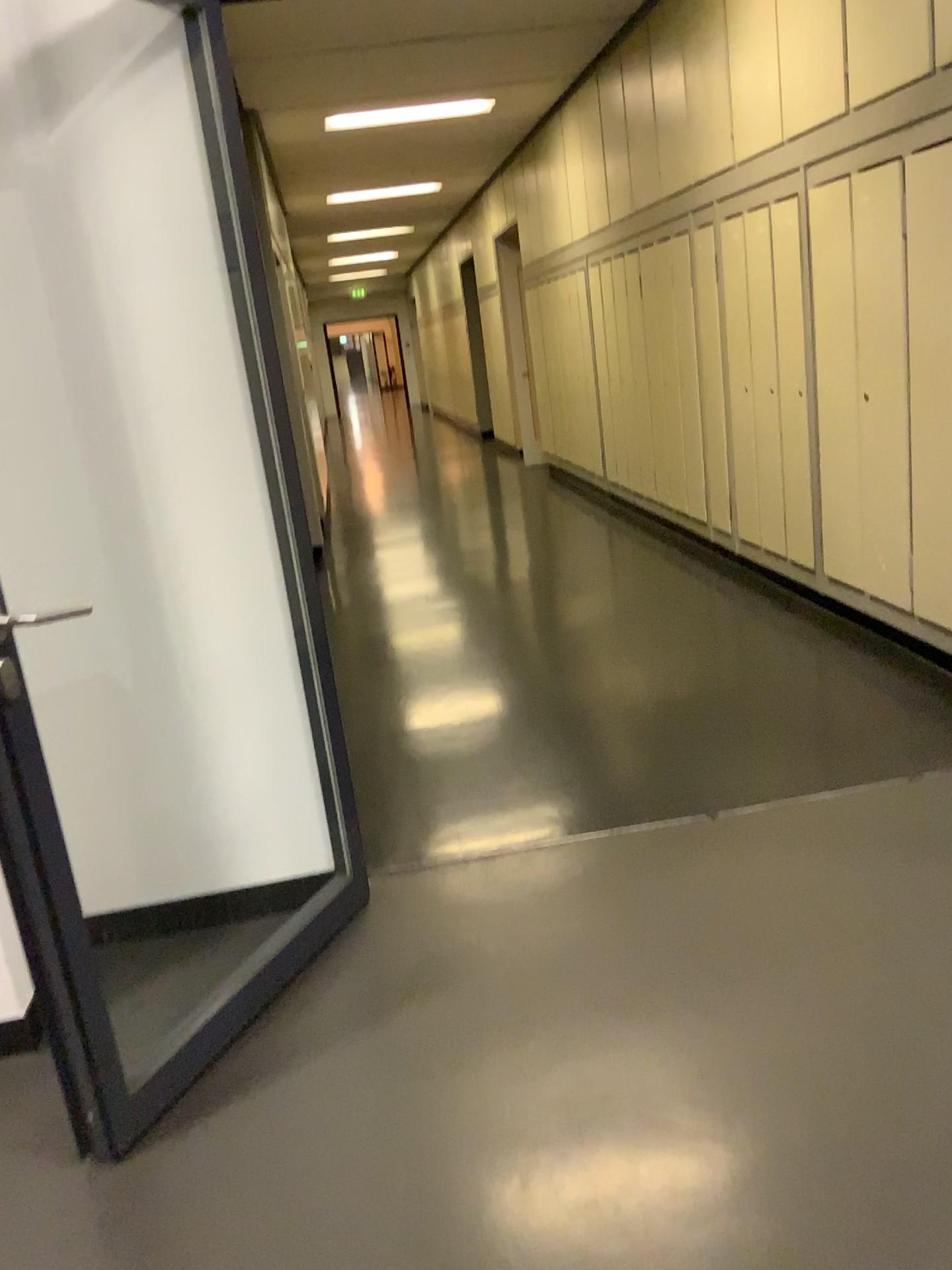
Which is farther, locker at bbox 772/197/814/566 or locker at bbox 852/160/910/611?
locker at bbox 772/197/814/566

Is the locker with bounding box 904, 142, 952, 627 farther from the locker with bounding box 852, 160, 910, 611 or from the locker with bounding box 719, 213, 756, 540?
the locker with bounding box 719, 213, 756, 540

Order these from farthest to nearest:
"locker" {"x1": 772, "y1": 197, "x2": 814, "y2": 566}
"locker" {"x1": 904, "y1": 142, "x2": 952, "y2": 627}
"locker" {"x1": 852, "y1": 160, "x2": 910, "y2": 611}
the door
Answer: "locker" {"x1": 772, "y1": 197, "x2": 814, "y2": 566}
"locker" {"x1": 852, "y1": 160, "x2": 910, "y2": 611}
"locker" {"x1": 904, "y1": 142, "x2": 952, "y2": 627}
the door

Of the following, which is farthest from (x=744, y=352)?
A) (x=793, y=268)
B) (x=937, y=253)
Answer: (x=937, y=253)

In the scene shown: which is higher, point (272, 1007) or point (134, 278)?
point (134, 278)

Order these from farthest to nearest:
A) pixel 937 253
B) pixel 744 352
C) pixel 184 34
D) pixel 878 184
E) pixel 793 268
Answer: pixel 744 352, pixel 793 268, pixel 878 184, pixel 937 253, pixel 184 34

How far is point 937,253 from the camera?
3.4m

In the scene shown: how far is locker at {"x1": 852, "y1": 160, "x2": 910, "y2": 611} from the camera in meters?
3.7 m

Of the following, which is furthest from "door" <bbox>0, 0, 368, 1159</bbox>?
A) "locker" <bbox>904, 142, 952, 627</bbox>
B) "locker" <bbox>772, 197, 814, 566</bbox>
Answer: "locker" <bbox>772, 197, 814, 566</bbox>

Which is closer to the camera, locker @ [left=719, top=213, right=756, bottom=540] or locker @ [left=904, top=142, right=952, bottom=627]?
locker @ [left=904, top=142, right=952, bottom=627]
